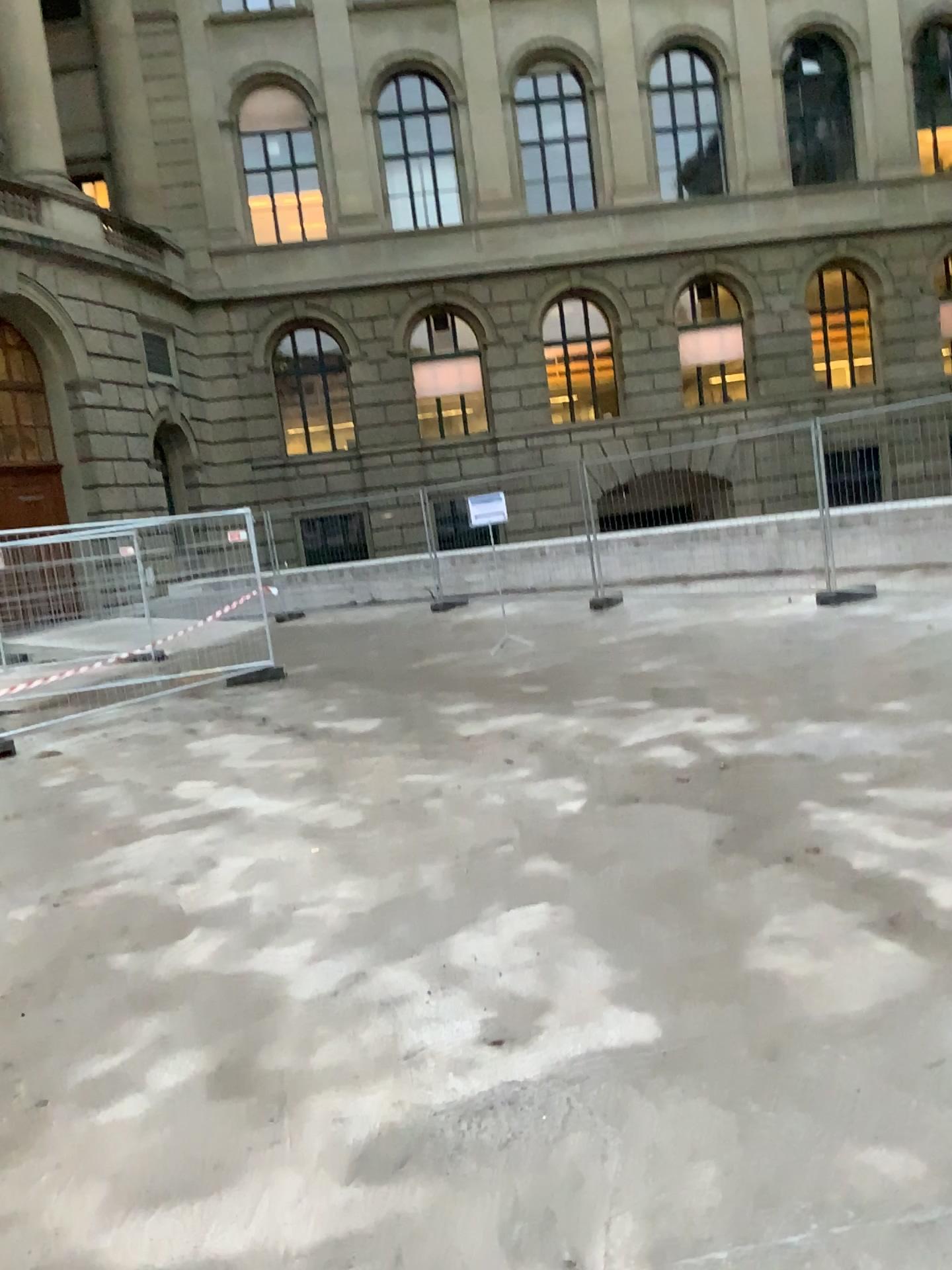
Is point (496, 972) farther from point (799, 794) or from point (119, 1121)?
point (799, 794)
